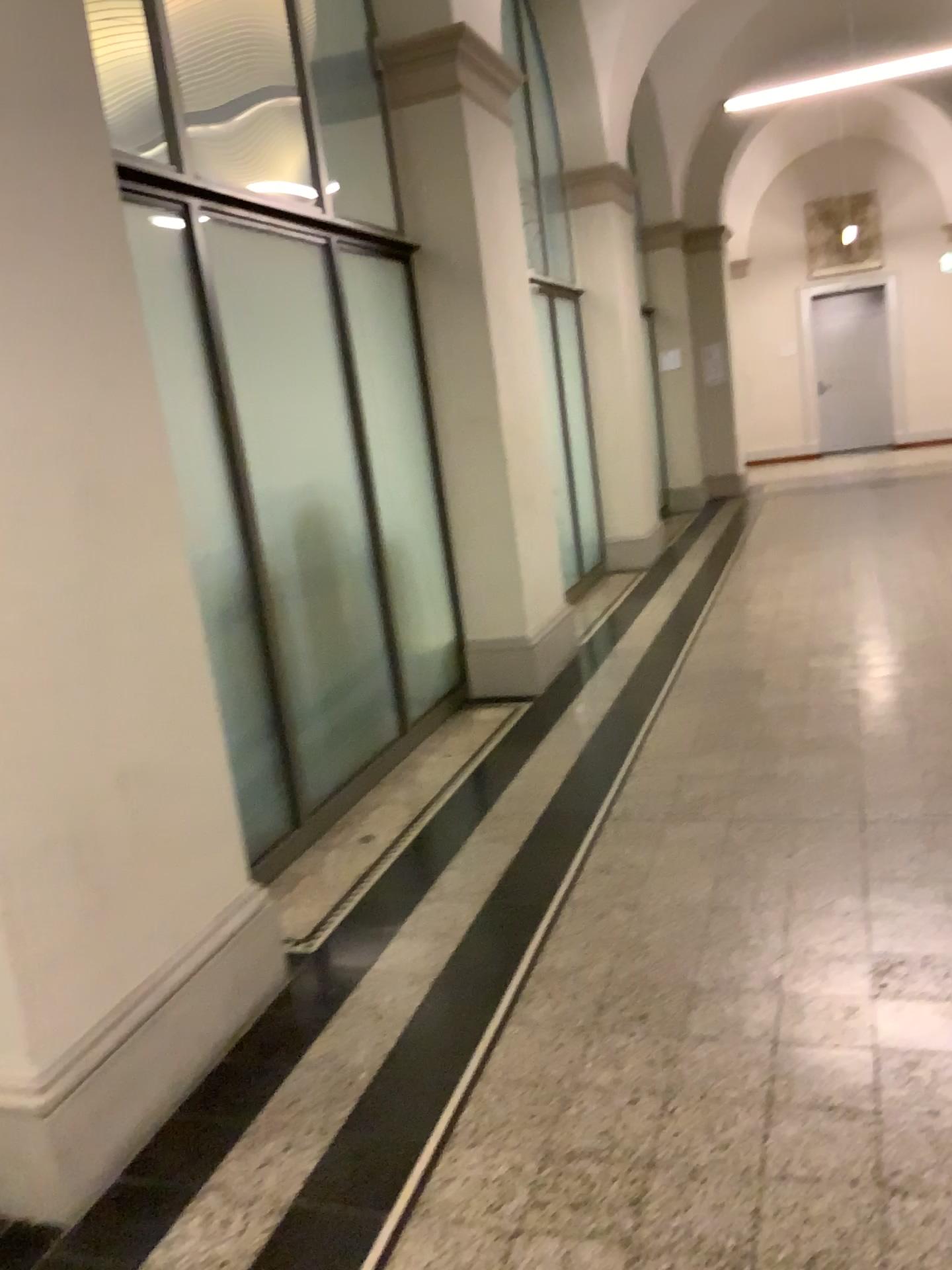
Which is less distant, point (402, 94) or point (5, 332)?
point (5, 332)

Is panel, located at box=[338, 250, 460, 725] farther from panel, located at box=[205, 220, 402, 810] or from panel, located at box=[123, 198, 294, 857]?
panel, located at box=[123, 198, 294, 857]

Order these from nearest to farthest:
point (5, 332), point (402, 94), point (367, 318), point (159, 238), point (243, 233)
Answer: point (5, 332)
point (159, 238)
point (243, 233)
point (367, 318)
point (402, 94)

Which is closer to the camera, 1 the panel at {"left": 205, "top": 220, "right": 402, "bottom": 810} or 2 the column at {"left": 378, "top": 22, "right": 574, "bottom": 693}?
1 the panel at {"left": 205, "top": 220, "right": 402, "bottom": 810}

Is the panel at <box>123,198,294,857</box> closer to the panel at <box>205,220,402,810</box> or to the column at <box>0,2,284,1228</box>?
the panel at <box>205,220,402,810</box>

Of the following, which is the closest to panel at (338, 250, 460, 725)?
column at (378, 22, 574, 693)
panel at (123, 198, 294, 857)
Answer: column at (378, 22, 574, 693)

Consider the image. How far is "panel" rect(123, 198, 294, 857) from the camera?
3.1 meters

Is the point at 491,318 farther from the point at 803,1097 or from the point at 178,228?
the point at 803,1097

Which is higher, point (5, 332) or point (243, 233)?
point (243, 233)

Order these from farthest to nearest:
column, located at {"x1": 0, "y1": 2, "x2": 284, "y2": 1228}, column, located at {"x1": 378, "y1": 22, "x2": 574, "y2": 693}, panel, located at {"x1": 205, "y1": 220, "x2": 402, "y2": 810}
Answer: column, located at {"x1": 378, "y1": 22, "x2": 574, "y2": 693}
panel, located at {"x1": 205, "y1": 220, "x2": 402, "y2": 810}
column, located at {"x1": 0, "y1": 2, "x2": 284, "y2": 1228}
